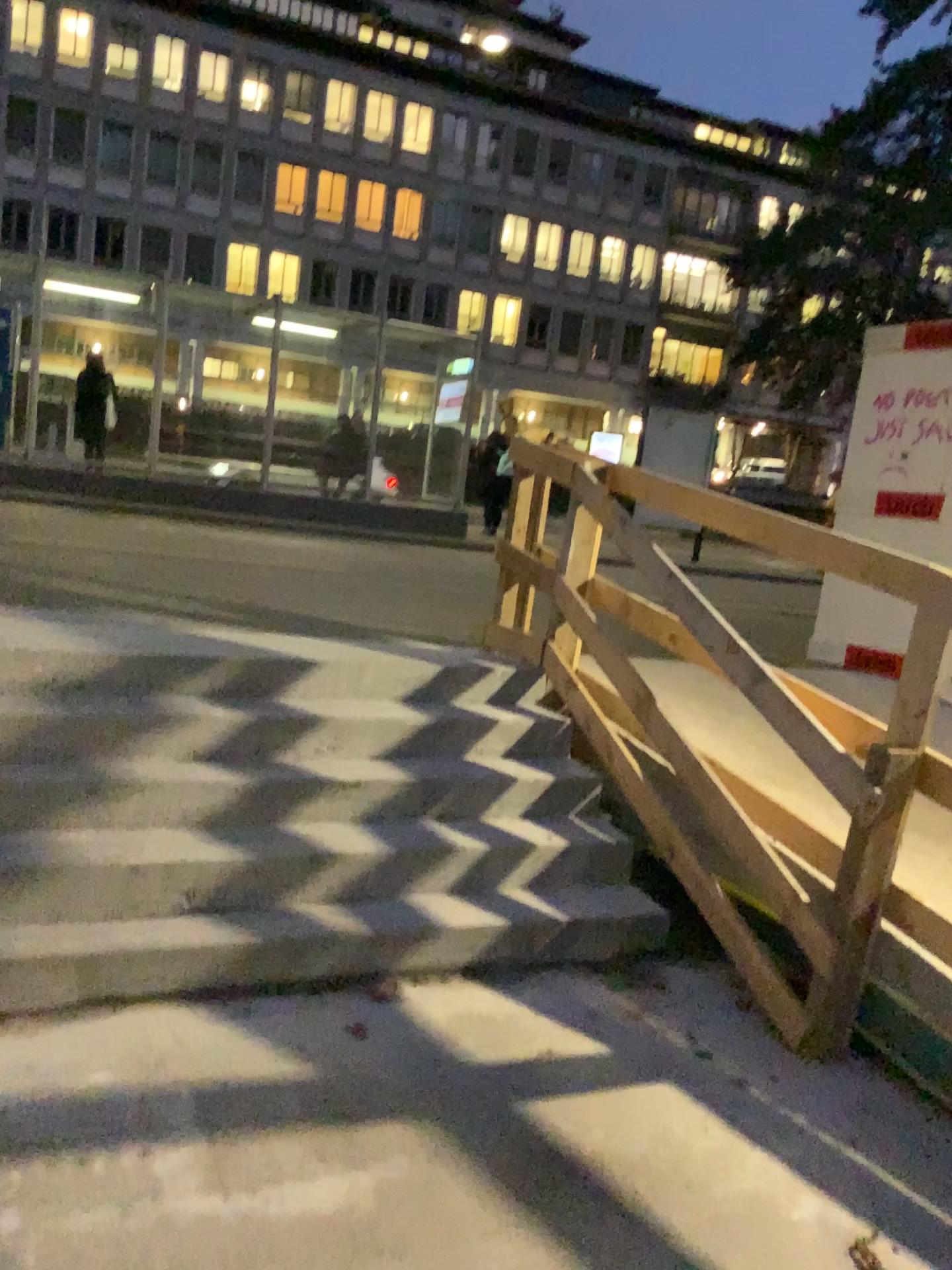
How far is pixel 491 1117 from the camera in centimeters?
282cm
